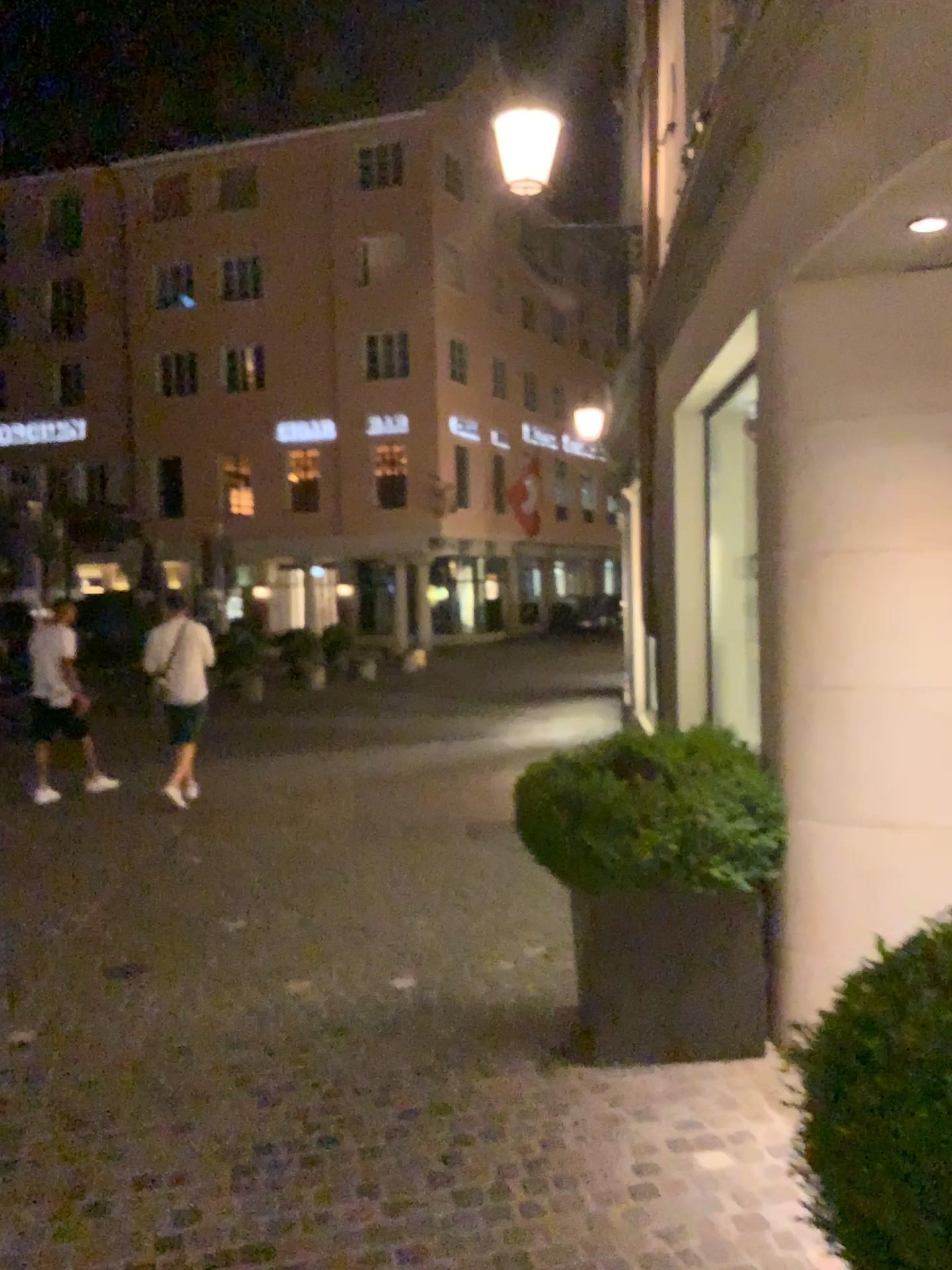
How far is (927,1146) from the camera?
1.3 meters

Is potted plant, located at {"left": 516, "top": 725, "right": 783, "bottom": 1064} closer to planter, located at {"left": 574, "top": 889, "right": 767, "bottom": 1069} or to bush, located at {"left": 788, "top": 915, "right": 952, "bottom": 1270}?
Result: planter, located at {"left": 574, "top": 889, "right": 767, "bottom": 1069}

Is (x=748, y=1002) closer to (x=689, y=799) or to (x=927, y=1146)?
(x=689, y=799)

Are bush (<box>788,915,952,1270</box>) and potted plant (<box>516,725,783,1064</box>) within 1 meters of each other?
no

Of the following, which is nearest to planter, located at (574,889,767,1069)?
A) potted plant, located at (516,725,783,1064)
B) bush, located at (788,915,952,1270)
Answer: potted plant, located at (516,725,783,1064)

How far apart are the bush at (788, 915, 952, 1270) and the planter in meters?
2.2

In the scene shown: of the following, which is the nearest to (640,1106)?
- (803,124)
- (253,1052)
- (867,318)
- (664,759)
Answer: (664,759)

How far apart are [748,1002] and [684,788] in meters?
0.8

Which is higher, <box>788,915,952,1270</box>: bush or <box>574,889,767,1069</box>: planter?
<box>788,915,952,1270</box>: bush

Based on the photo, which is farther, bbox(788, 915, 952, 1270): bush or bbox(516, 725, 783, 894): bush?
bbox(516, 725, 783, 894): bush
